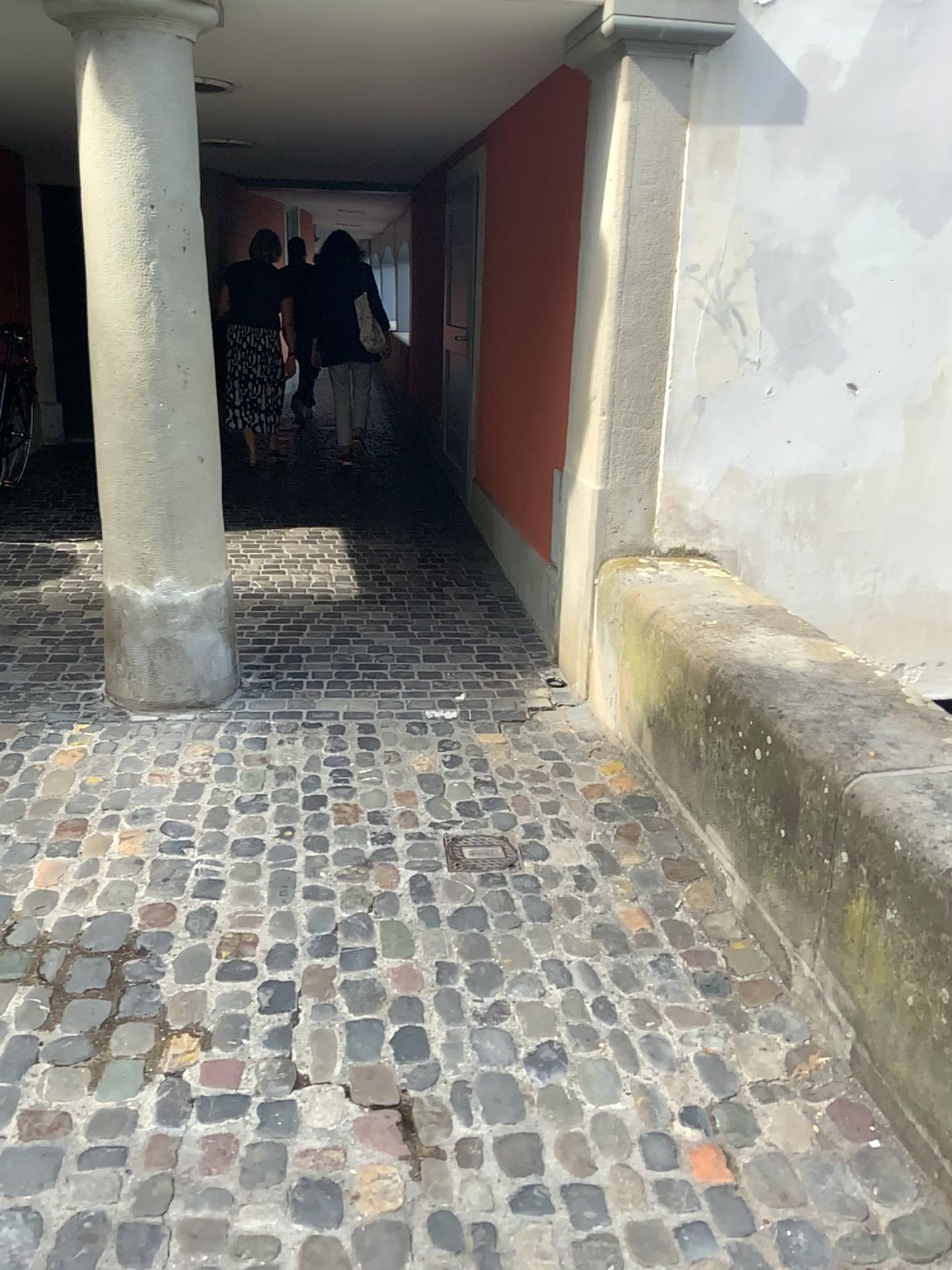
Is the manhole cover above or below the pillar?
below

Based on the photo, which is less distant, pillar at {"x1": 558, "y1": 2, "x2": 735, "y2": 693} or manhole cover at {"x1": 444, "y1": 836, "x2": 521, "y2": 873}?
manhole cover at {"x1": 444, "y1": 836, "x2": 521, "y2": 873}

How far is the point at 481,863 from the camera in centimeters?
280cm

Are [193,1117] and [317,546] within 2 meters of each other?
no

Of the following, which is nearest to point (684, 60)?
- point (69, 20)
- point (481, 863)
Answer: point (69, 20)

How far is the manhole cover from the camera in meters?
2.8

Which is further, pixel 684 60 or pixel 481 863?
pixel 684 60
